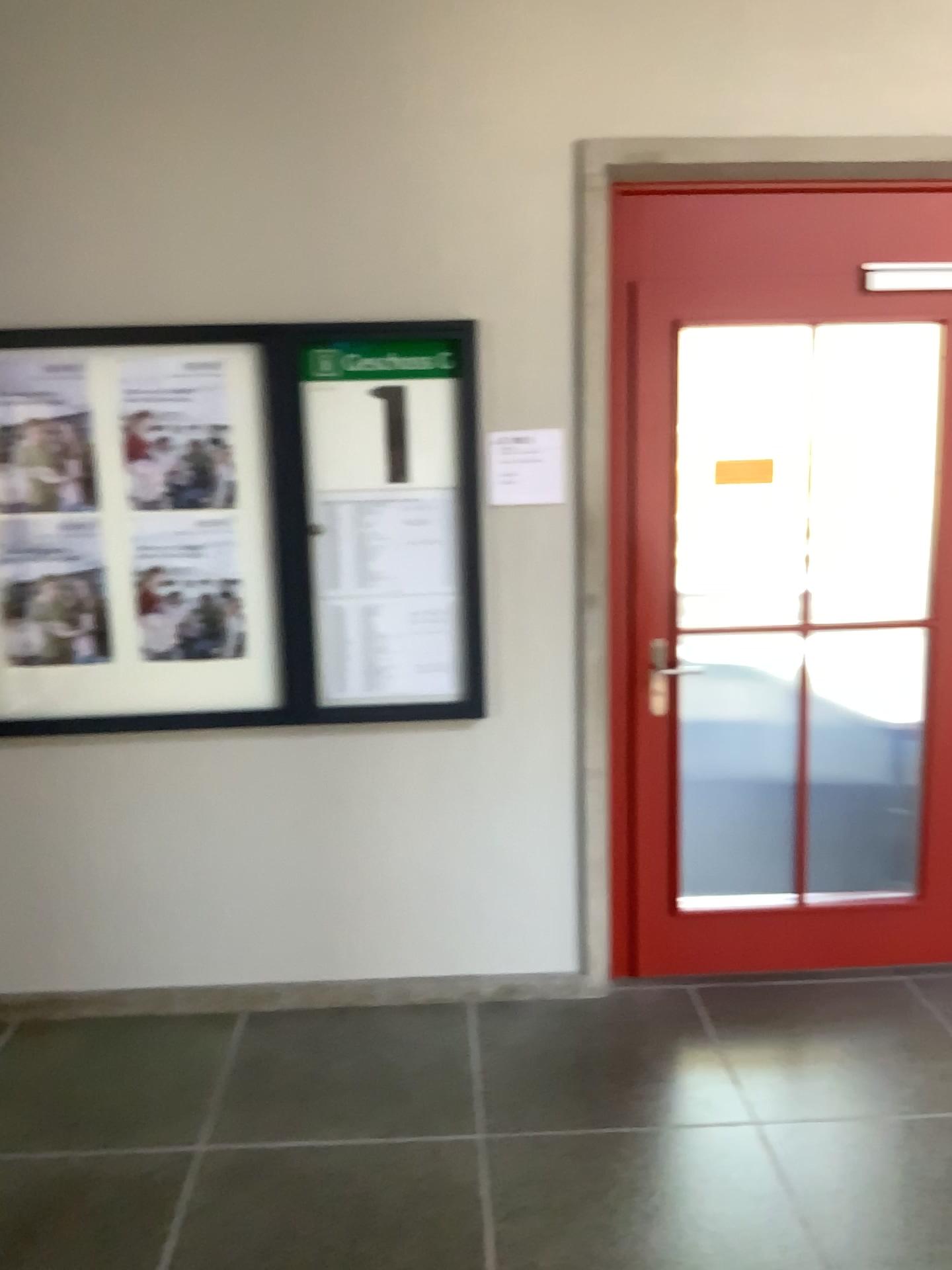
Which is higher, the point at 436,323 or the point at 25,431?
the point at 436,323

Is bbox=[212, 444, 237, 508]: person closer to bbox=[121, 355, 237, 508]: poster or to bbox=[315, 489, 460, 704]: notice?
bbox=[121, 355, 237, 508]: poster

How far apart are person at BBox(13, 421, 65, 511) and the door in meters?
1.6 m

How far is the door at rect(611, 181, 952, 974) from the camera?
3.0m

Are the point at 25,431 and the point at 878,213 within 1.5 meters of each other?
no

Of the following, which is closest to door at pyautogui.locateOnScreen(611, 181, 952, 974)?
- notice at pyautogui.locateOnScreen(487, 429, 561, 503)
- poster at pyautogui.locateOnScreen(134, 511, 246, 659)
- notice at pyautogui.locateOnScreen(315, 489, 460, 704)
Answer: notice at pyautogui.locateOnScreen(487, 429, 561, 503)

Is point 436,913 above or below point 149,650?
below

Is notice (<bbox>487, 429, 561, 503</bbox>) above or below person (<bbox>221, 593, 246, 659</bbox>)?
above

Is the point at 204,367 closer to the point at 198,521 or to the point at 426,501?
the point at 198,521

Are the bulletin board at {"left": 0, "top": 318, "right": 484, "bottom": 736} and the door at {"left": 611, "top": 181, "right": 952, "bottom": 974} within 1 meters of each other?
yes
